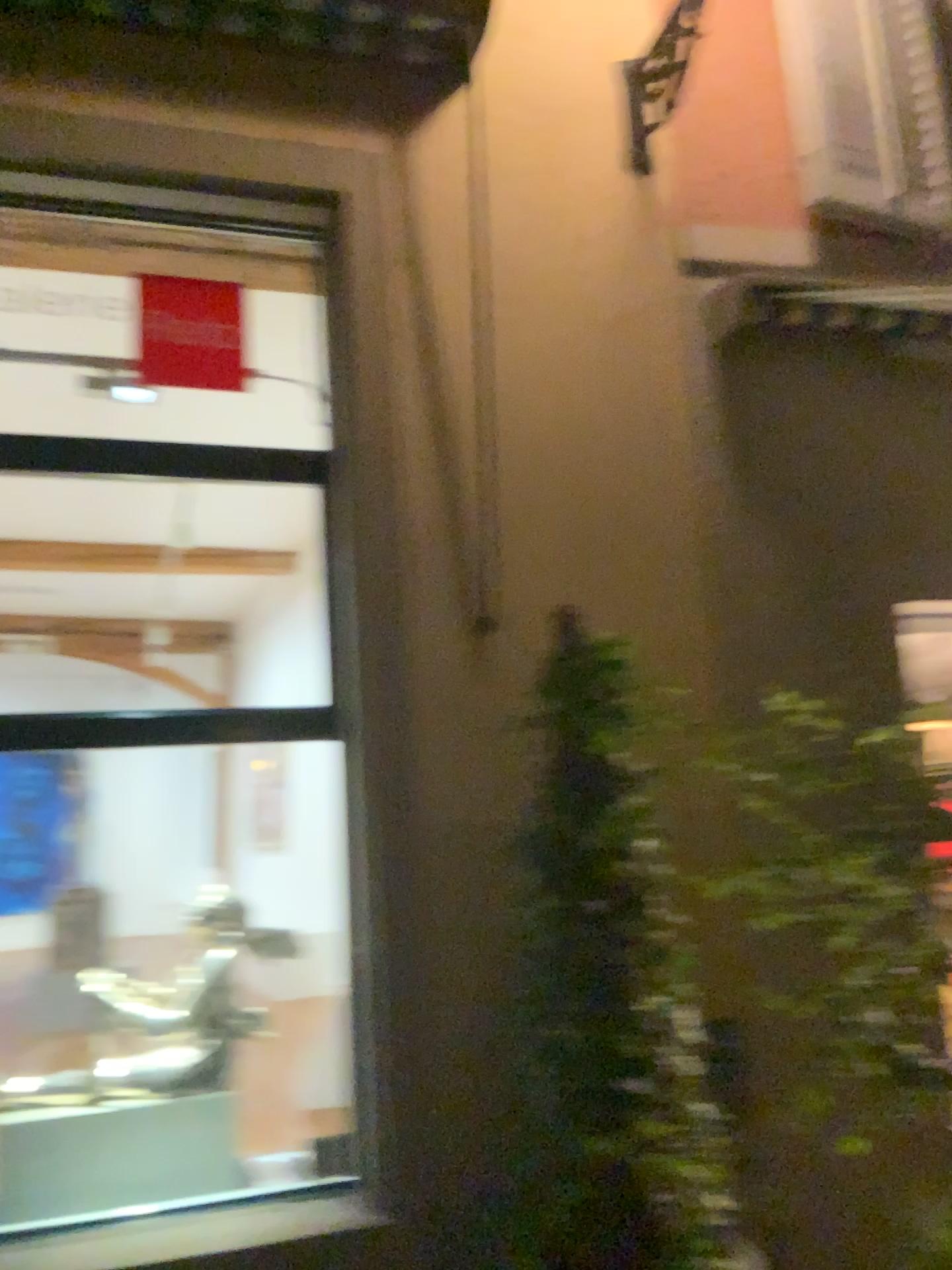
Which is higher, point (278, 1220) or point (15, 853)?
point (15, 853)

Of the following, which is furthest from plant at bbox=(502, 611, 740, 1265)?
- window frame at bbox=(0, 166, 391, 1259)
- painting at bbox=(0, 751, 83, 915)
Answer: painting at bbox=(0, 751, 83, 915)

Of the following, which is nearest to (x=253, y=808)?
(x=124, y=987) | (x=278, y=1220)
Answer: (x=124, y=987)

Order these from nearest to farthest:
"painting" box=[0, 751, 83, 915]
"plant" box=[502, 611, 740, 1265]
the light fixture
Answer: "plant" box=[502, 611, 740, 1265] < "painting" box=[0, 751, 83, 915] < the light fixture

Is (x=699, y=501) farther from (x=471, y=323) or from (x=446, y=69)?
(x=446, y=69)

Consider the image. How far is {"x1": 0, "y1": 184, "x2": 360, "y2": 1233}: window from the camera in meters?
3.0

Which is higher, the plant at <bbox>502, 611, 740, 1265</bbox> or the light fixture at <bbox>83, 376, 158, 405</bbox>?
the light fixture at <bbox>83, 376, 158, 405</bbox>

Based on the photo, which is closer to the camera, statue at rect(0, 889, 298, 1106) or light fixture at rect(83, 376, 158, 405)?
statue at rect(0, 889, 298, 1106)

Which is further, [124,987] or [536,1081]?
[124,987]

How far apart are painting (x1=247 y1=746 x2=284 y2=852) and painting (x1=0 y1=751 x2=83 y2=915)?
0.5m
